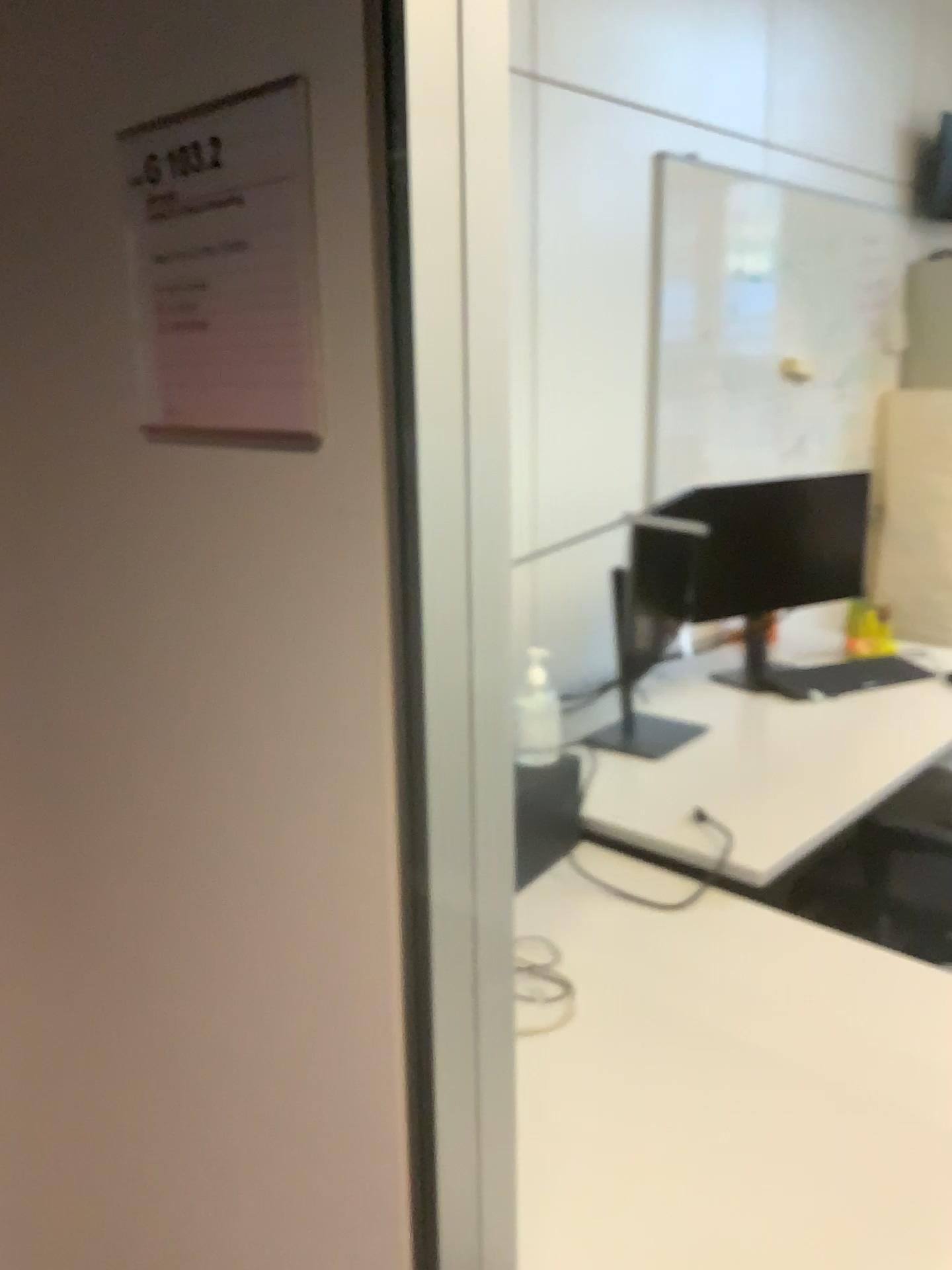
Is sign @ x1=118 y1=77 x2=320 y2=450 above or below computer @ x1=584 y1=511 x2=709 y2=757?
above

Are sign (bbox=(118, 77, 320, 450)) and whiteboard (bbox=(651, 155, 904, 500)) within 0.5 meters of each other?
no

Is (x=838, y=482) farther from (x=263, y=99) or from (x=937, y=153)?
(x=263, y=99)

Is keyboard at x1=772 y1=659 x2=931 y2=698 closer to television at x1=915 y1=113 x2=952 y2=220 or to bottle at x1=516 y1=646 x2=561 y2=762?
bottle at x1=516 y1=646 x2=561 y2=762

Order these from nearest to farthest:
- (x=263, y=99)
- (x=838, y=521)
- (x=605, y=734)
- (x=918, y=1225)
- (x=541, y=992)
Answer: (x=263, y=99) < (x=918, y=1225) < (x=541, y=992) < (x=838, y=521) < (x=605, y=734)

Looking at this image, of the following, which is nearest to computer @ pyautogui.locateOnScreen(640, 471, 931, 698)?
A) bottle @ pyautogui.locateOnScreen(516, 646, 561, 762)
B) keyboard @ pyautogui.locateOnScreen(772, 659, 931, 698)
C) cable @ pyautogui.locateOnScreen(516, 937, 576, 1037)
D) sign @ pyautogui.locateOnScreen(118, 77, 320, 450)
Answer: keyboard @ pyautogui.locateOnScreen(772, 659, 931, 698)

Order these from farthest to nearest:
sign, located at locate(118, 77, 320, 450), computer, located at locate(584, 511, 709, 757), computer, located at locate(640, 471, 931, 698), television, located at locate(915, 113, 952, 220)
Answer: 1. computer, located at locate(584, 511, 709, 757)
2. computer, located at locate(640, 471, 931, 698)
3. television, located at locate(915, 113, 952, 220)
4. sign, located at locate(118, 77, 320, 450)

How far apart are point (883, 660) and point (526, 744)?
0.7 meters

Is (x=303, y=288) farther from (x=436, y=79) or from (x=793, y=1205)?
(x=793, y=1205)

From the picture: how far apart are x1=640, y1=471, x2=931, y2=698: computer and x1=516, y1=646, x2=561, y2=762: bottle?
0.4 meters
